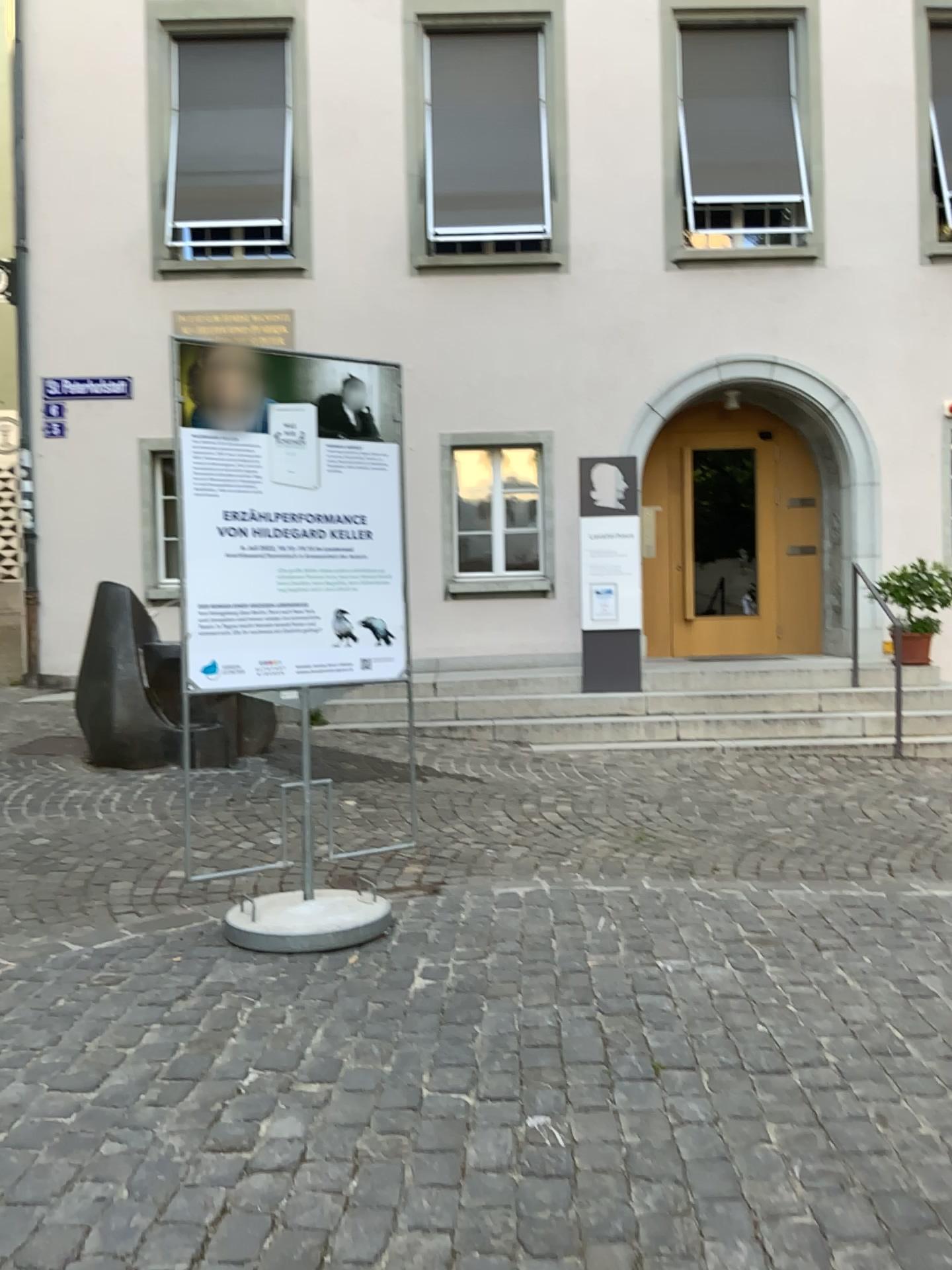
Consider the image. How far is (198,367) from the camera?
3.9m

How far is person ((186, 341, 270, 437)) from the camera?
3.93m

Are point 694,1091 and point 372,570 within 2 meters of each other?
no
